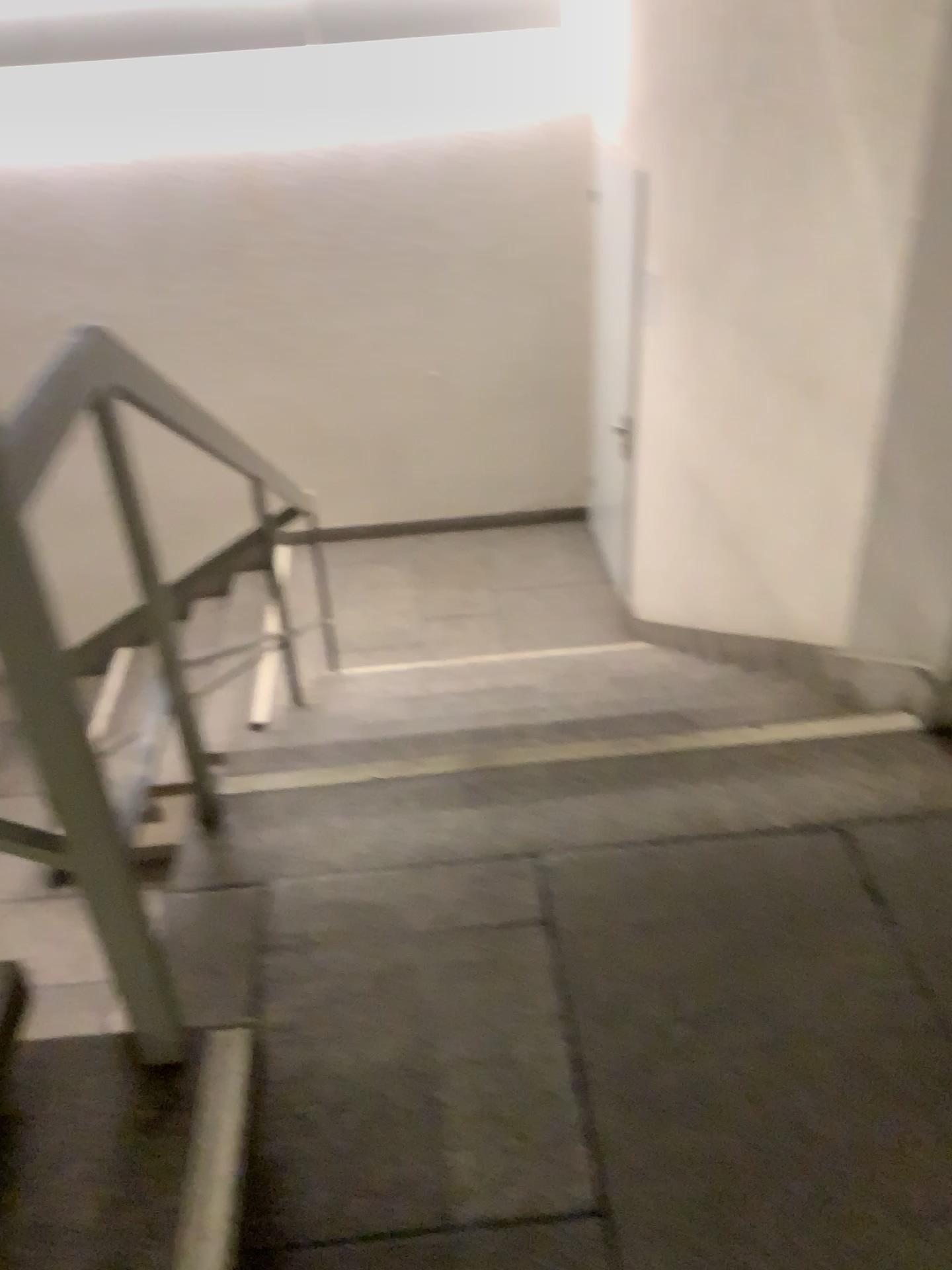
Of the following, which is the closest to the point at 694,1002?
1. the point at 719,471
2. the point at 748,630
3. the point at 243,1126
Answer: the point at 243,1126
